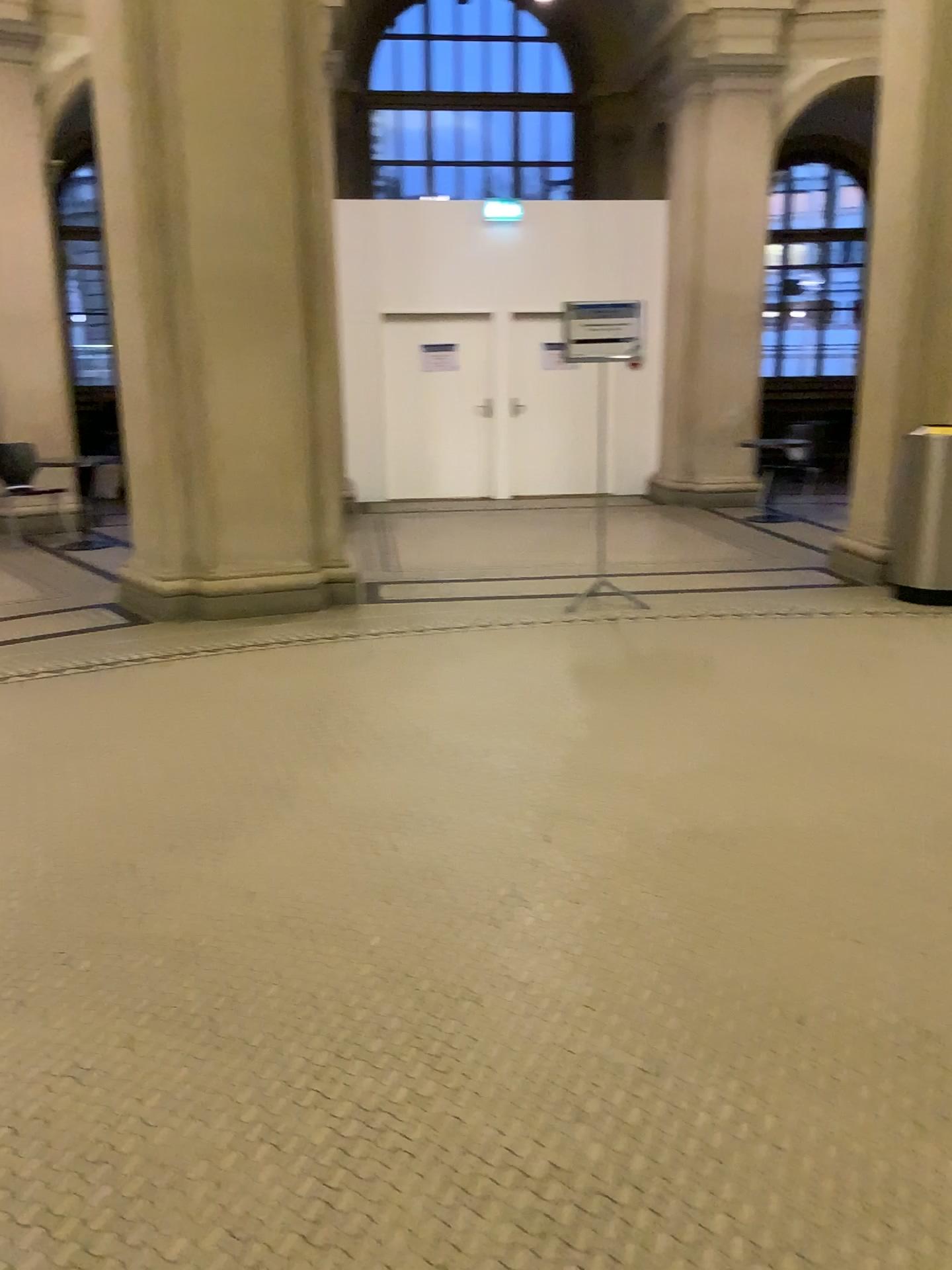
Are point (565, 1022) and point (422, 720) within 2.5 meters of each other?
yes
